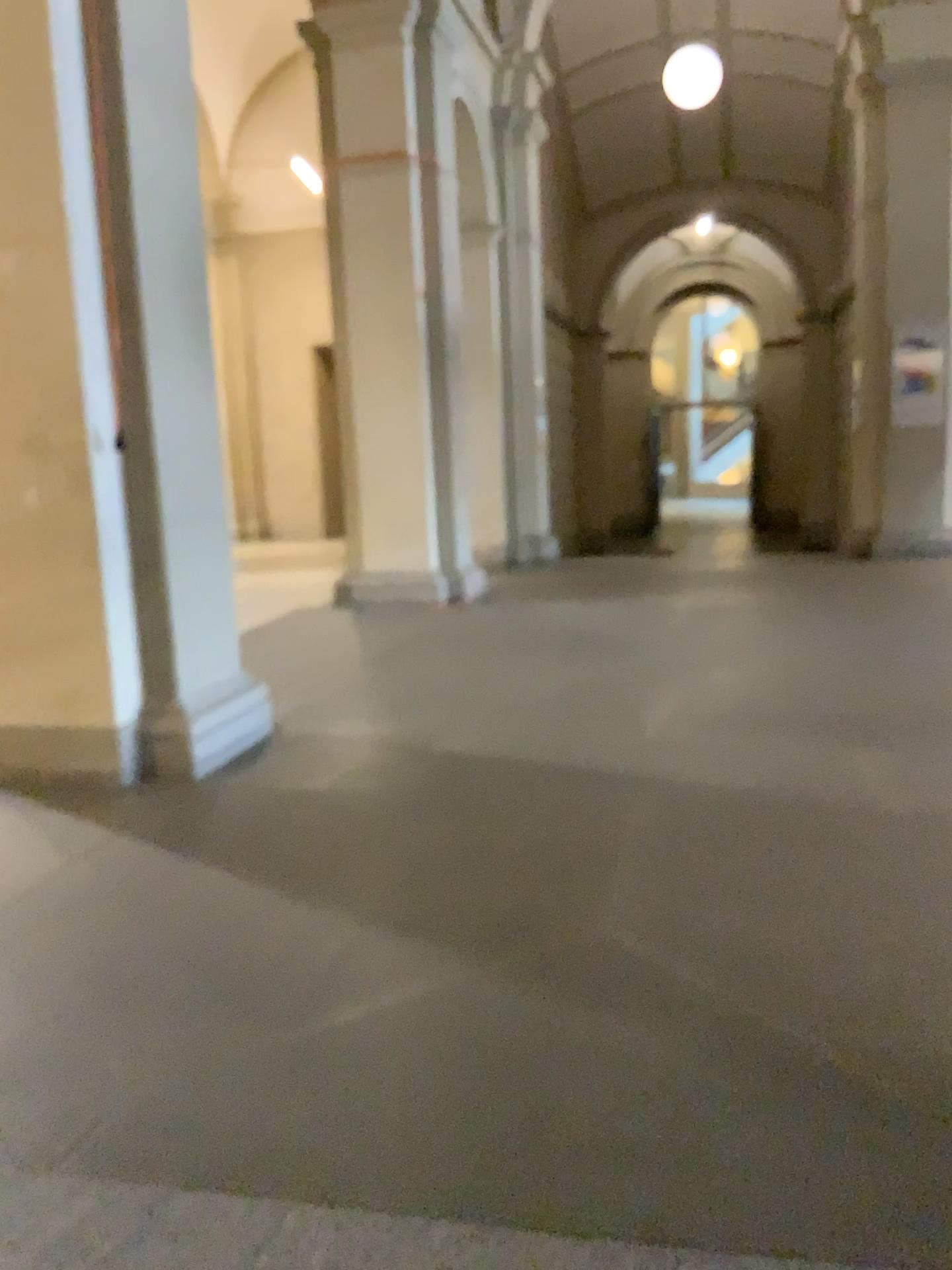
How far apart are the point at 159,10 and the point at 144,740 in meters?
2.6 m

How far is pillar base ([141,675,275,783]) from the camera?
4.0 meters

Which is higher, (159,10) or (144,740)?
(159,10)

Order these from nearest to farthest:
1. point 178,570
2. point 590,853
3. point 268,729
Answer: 1. point 590,853
2. point 178,570
3. point 268,729

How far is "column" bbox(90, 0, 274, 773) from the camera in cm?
381

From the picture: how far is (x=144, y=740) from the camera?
4.0 meters
